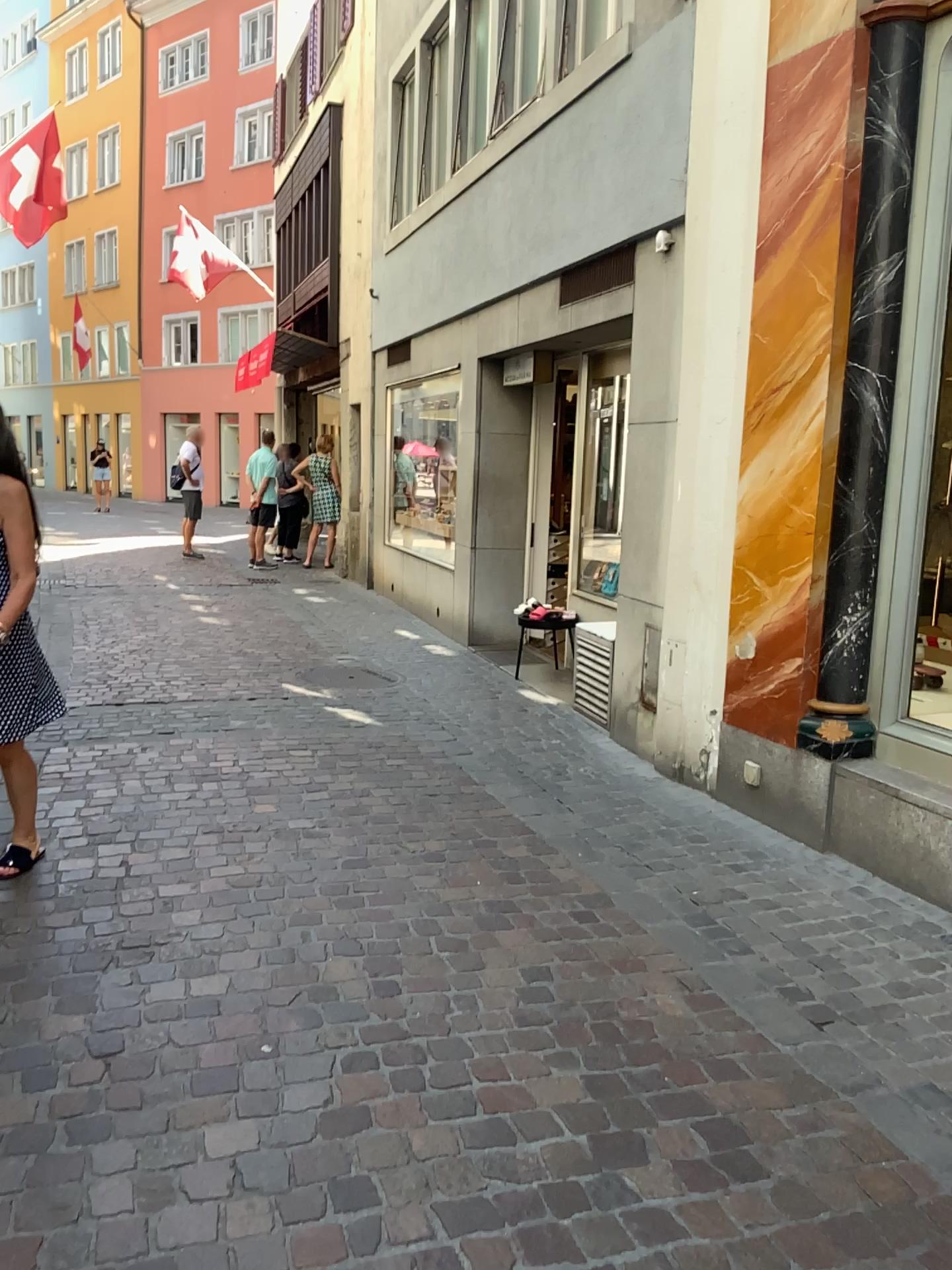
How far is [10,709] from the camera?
3.4 meters

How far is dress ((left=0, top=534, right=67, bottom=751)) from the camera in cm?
338

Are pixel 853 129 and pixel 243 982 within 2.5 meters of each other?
no
